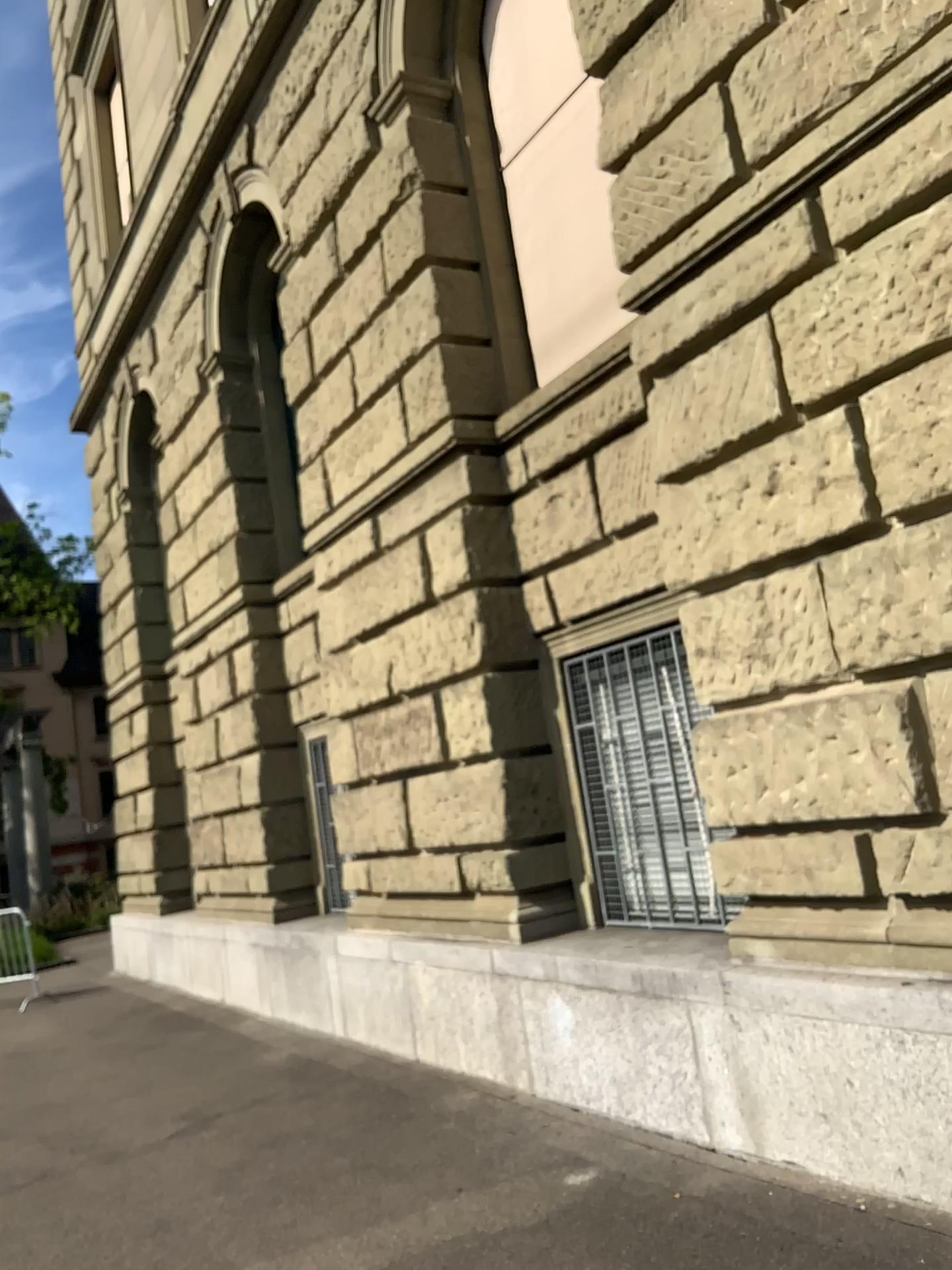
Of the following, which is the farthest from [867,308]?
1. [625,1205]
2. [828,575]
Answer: [625,1205]
